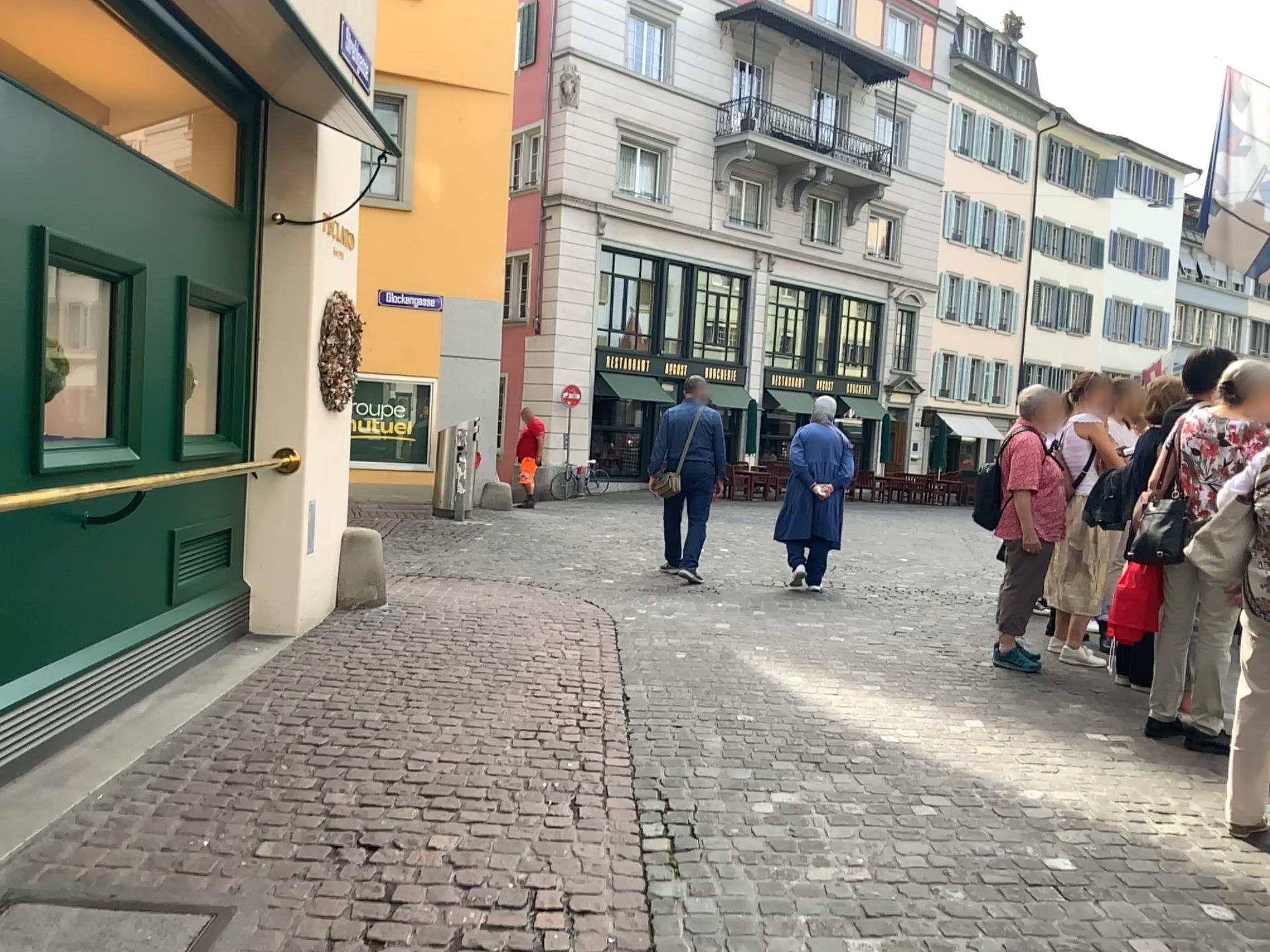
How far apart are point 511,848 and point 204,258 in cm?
309
